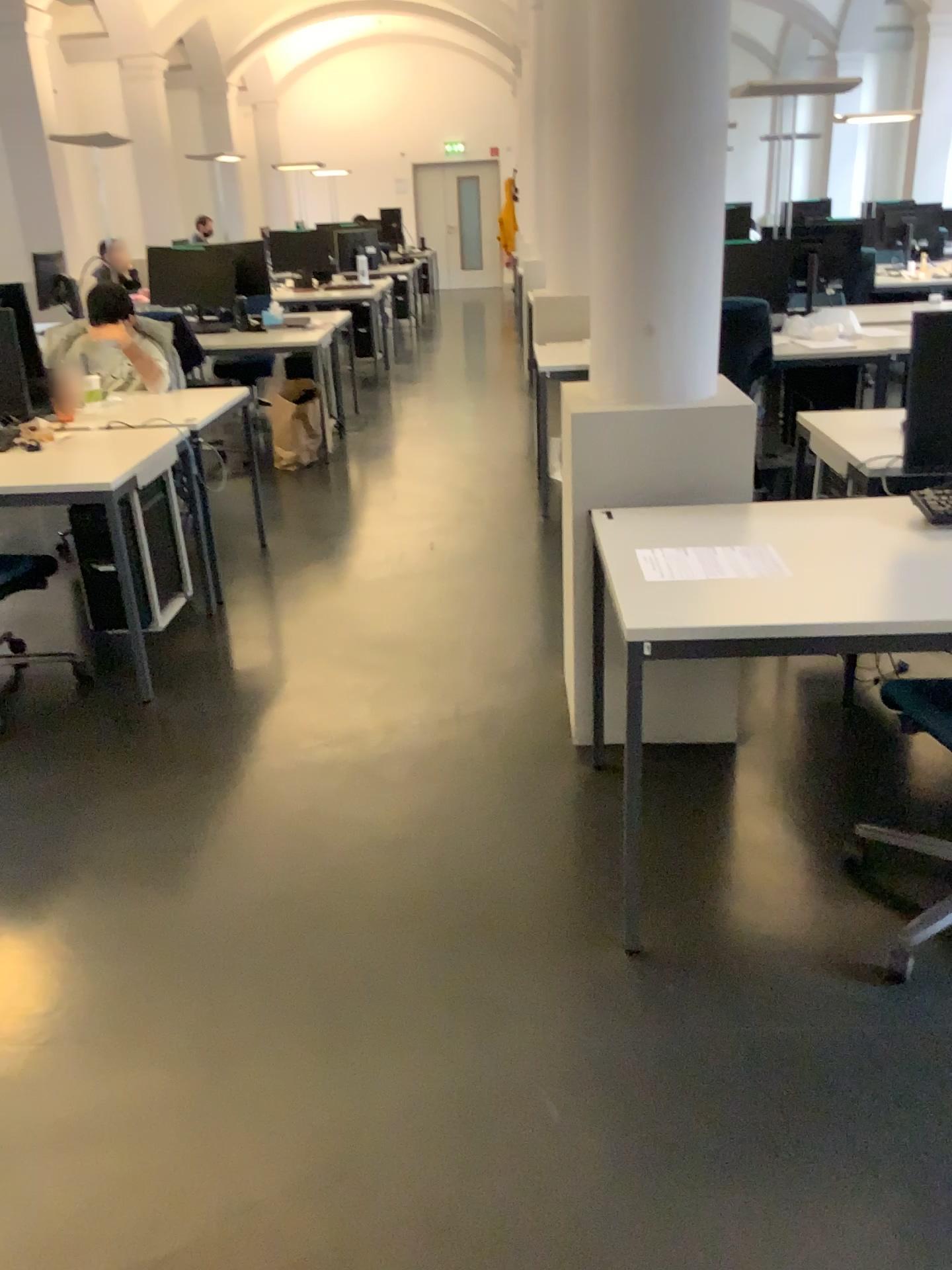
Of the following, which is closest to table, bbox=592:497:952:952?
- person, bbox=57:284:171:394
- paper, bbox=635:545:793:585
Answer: paper, bbox=635:545:793:585

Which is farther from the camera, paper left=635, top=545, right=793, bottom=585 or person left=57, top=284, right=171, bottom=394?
person left=57, top=284, right=171, bottom=394

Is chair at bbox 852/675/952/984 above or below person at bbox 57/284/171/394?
below

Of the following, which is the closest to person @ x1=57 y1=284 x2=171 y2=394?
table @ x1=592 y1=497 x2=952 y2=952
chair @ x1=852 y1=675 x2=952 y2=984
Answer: table @ x1=592 y1=497 x2=952 y2=952

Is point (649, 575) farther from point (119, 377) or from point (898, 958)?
point (119, 377)

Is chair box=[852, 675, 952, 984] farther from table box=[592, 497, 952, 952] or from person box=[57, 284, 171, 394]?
Result: person box=[57, 284, 171, 394]

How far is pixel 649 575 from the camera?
2.2 meters

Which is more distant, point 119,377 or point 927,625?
point 119,377

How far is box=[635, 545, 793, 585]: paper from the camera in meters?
2.2 m

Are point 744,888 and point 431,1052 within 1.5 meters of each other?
yes
